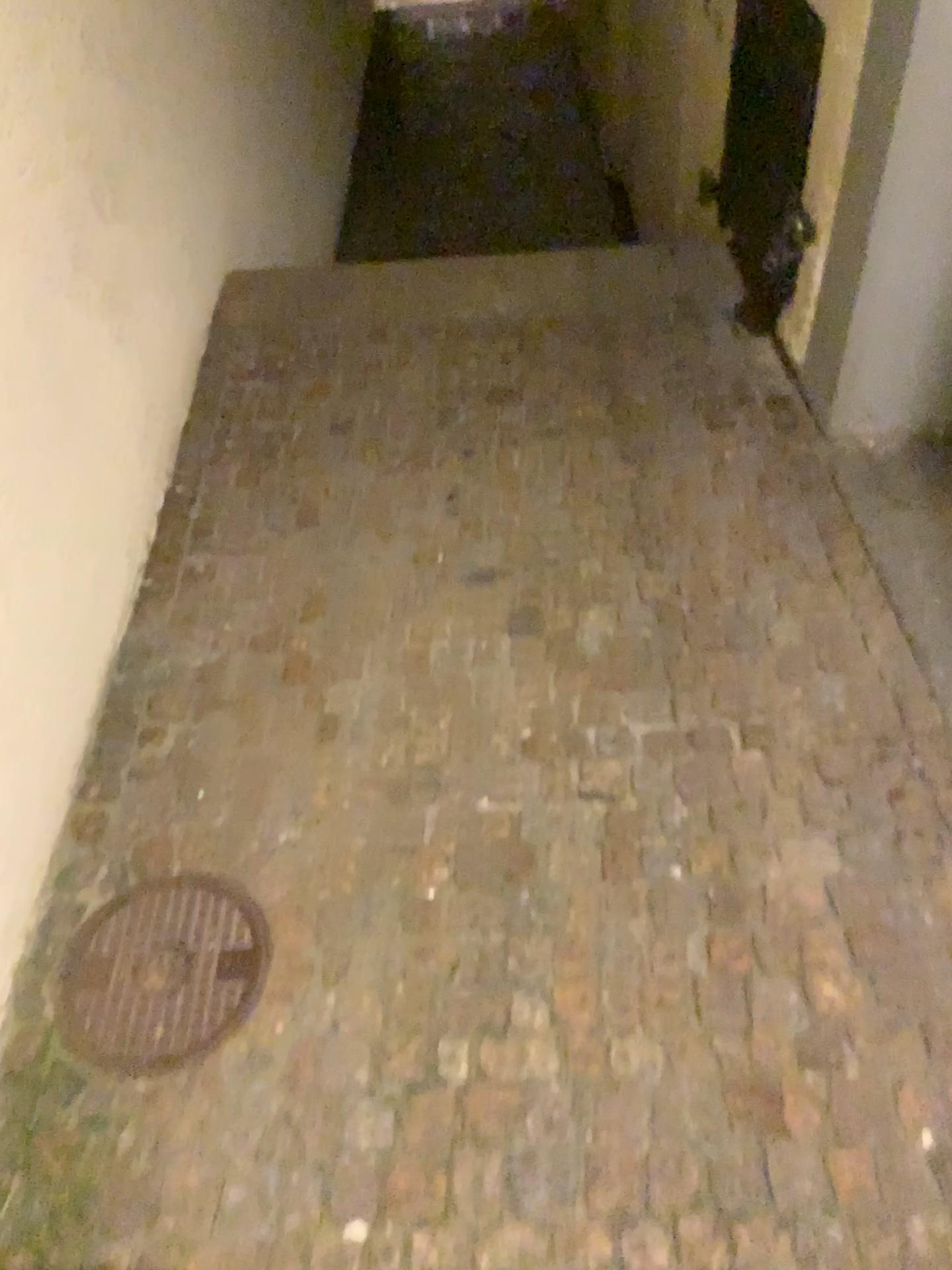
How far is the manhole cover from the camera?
1.4 meters

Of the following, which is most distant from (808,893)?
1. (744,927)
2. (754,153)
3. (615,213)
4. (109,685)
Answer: (615,213)

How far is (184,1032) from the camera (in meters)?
1.37
